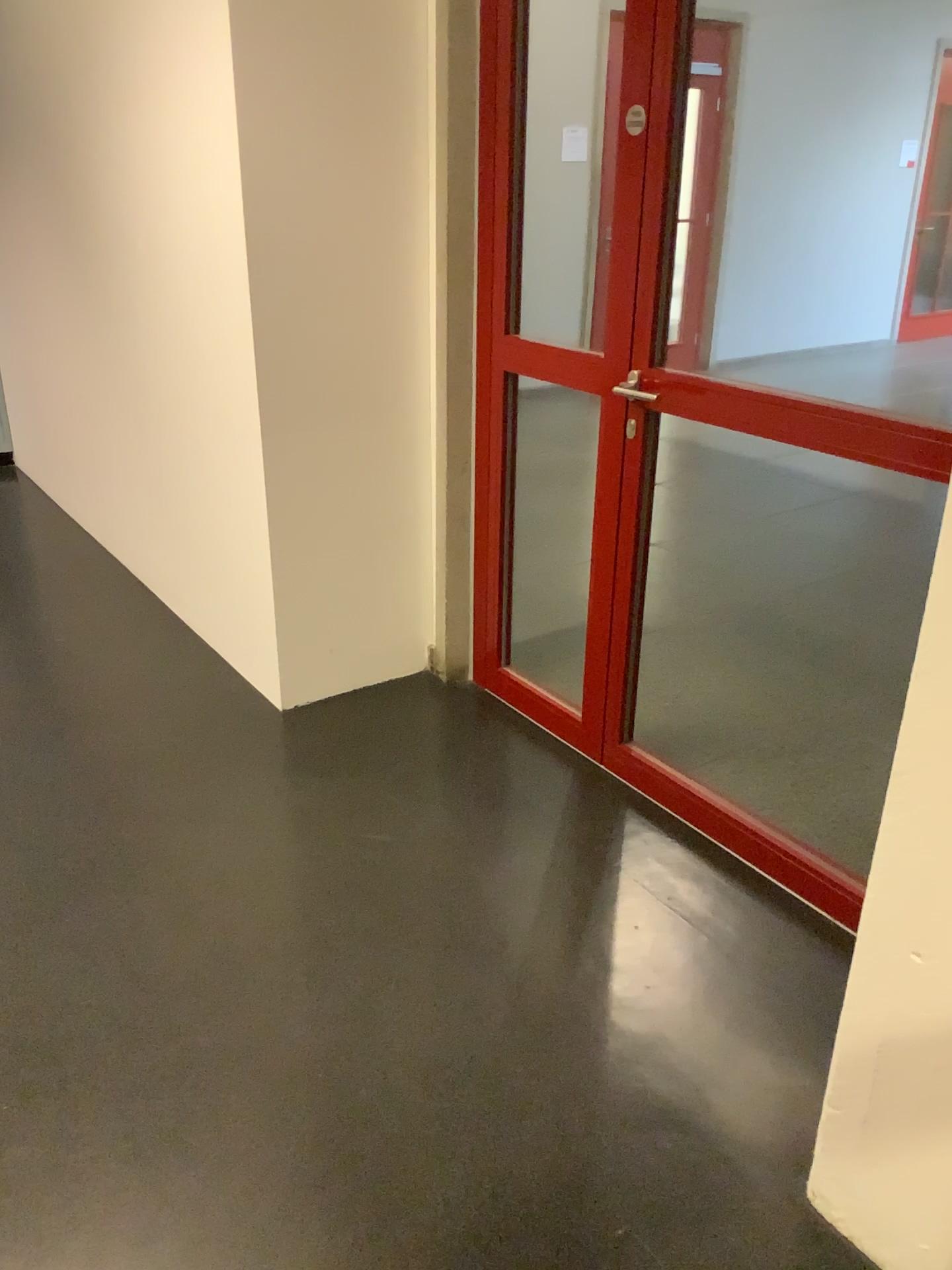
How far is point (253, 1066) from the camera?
1.9m
